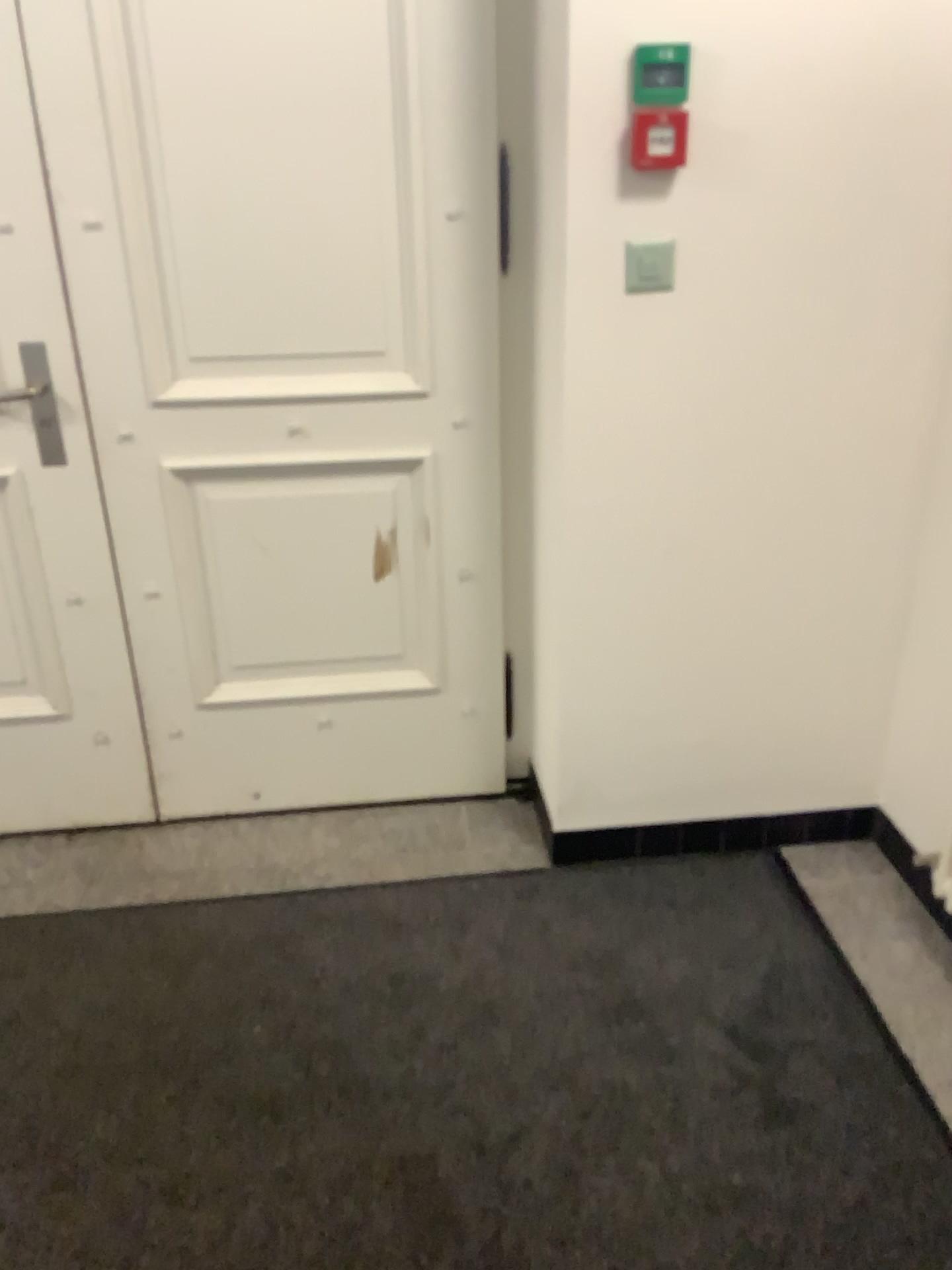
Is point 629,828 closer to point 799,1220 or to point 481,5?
point 799,1220

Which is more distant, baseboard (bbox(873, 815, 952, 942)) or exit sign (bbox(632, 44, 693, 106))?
baseboard (bbox(873, 815, 952, 942))

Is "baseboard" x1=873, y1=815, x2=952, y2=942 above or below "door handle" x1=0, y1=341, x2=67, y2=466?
below

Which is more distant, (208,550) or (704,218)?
(208,550)

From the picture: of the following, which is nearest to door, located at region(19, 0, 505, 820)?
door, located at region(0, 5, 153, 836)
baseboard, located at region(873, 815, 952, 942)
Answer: door, located at region(0, 5, 153, 836)

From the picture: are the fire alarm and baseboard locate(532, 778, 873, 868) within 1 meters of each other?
no

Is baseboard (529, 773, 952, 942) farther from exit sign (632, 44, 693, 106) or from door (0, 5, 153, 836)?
exit sign (632, 44, 693, 106)

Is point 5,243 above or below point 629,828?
above

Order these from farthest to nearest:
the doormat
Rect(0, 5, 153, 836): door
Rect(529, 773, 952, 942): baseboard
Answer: Rect(529, 773, 952, 942): baseboard
Rect(0, 5, 153, 836): door
the doormat

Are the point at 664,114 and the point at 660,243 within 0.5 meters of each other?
yes
